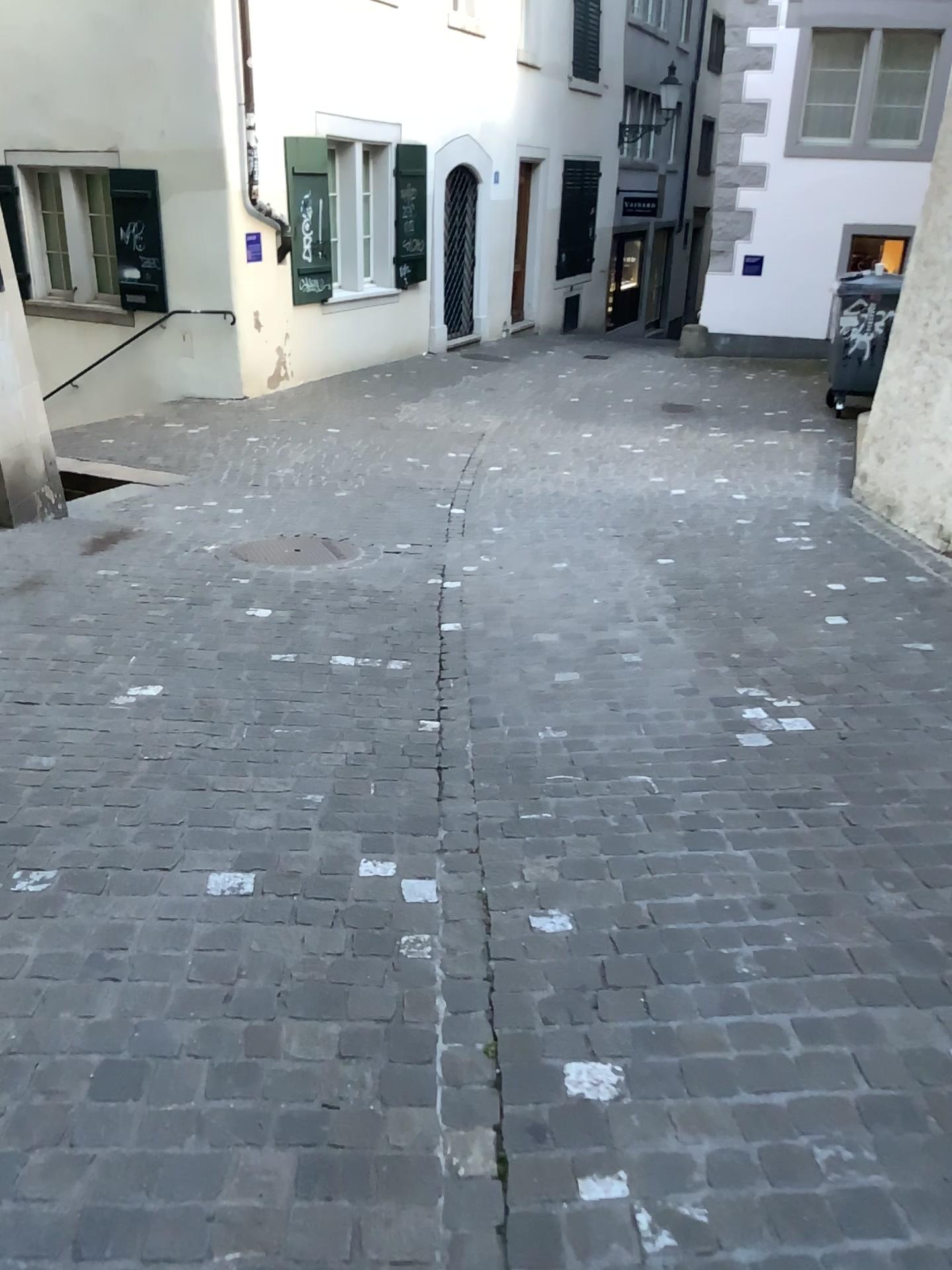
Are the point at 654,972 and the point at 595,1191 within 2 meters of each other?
yes
